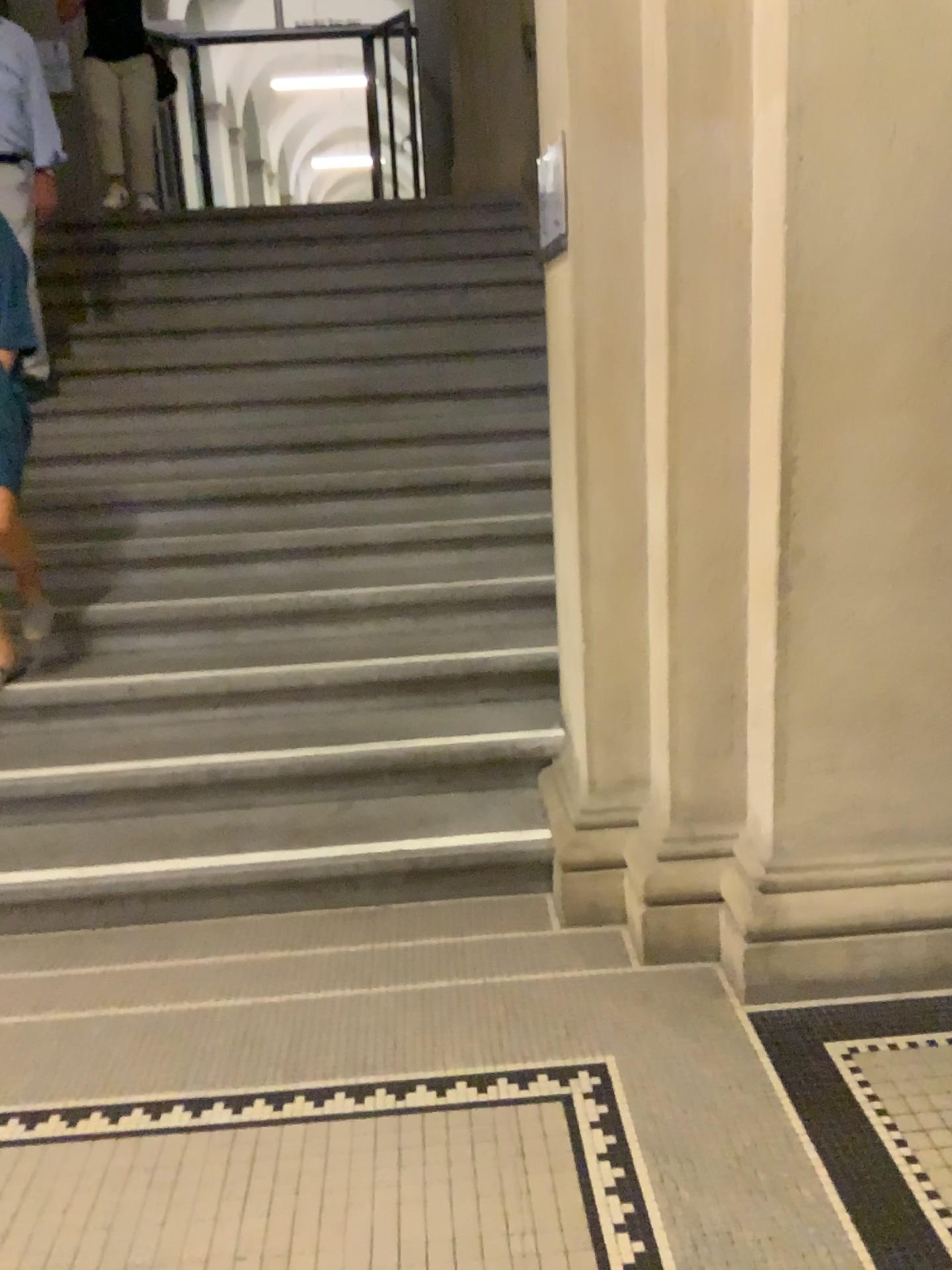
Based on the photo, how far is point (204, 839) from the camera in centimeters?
285cm
